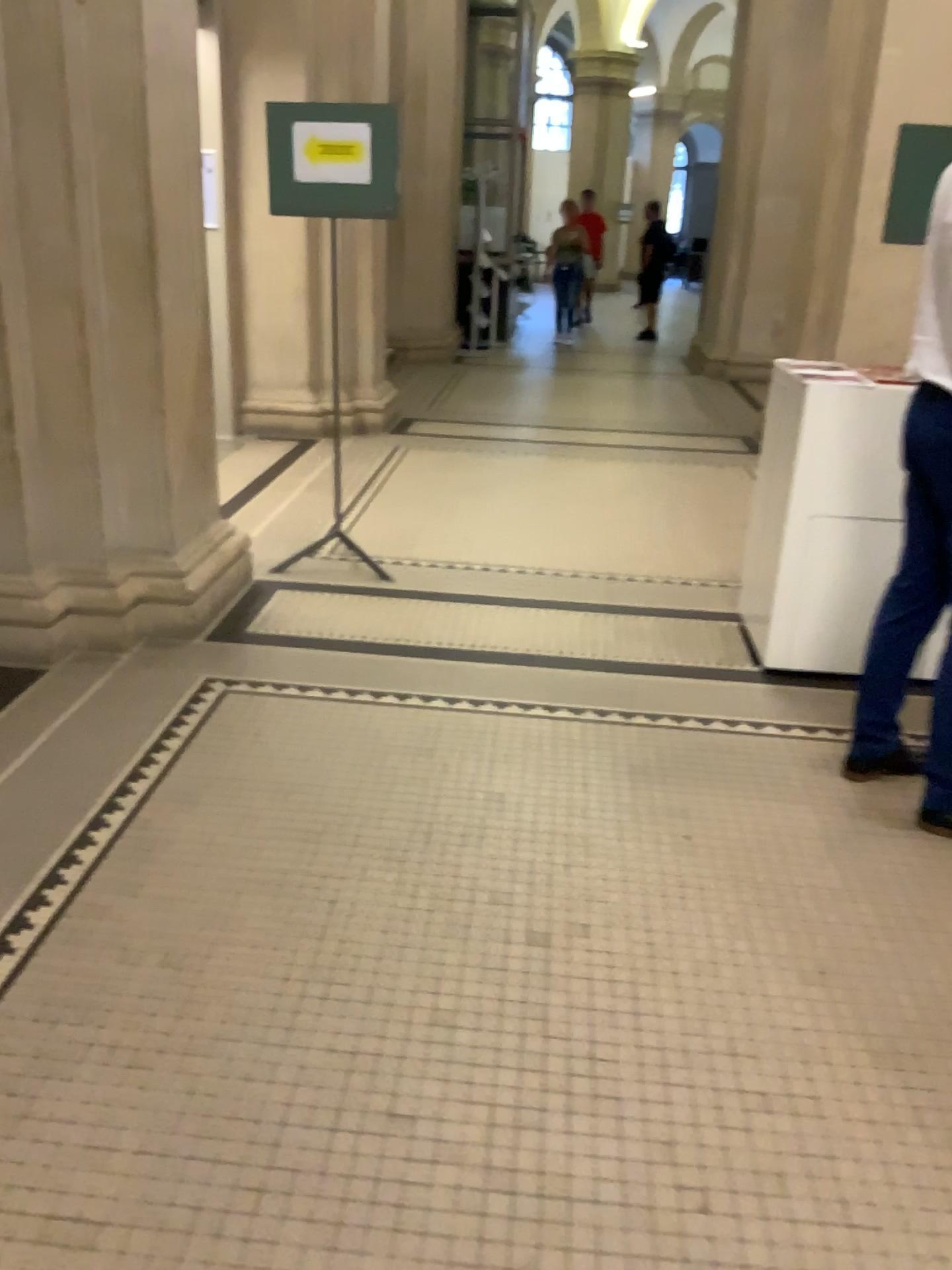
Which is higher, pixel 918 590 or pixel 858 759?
pixel 918 590

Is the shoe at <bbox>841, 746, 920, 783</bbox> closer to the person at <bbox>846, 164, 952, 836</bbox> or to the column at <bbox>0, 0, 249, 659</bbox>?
the person at <bbox>846, 164, 952, 836</bbox>

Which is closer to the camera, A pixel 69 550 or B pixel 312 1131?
B pixel 312 1131

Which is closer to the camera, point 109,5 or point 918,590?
point 918,590

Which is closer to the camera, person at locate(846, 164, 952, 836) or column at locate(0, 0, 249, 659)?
person at locate(846, 164, 952, 836)

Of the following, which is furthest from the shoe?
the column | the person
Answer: the column

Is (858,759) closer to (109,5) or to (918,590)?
(918,590)
